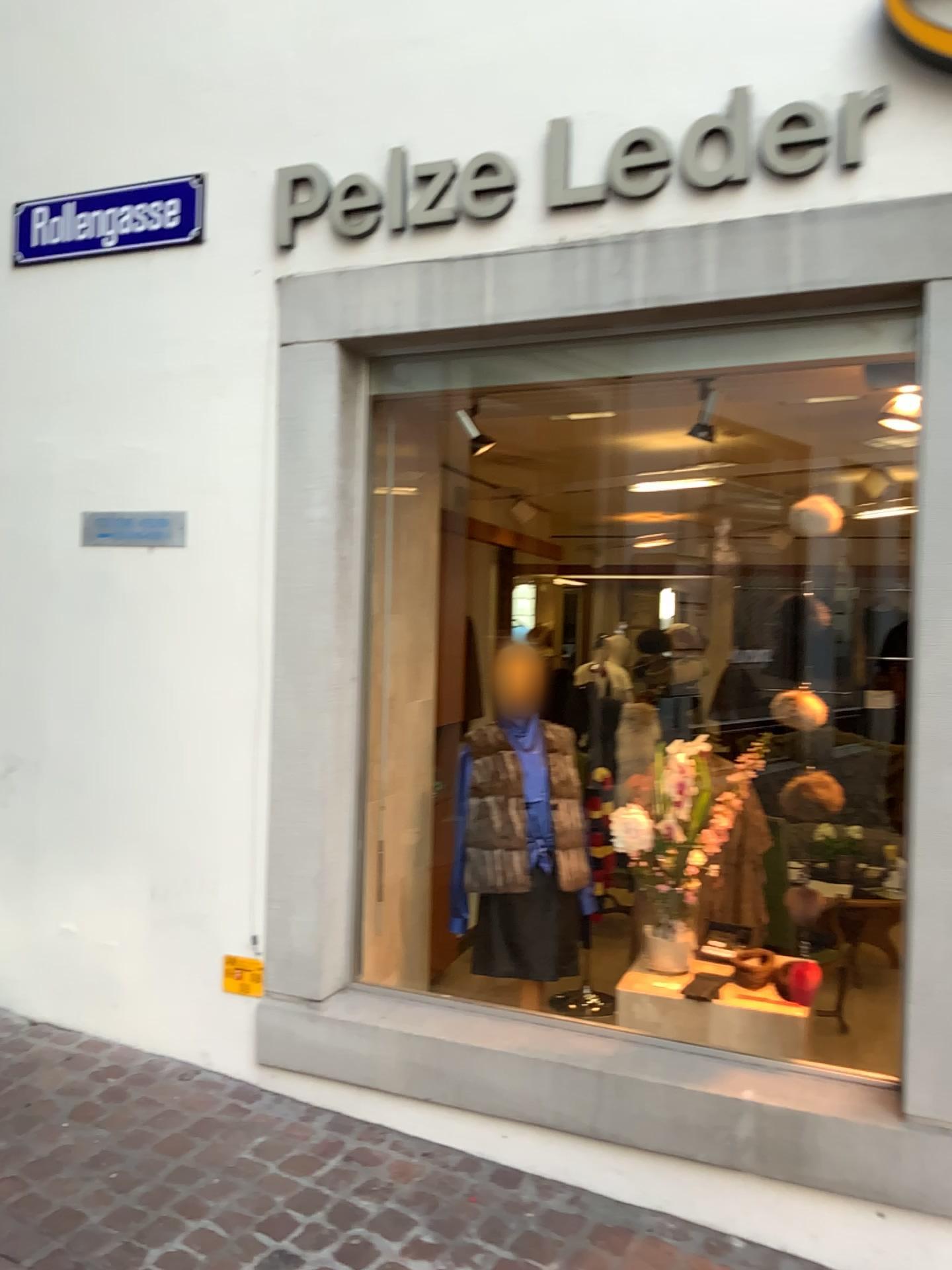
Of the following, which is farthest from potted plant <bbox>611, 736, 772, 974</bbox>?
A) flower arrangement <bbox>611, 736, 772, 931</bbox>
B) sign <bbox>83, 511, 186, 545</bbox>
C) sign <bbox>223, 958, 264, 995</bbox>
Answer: sign <bbox>83, 511, 186, 545</bbox>

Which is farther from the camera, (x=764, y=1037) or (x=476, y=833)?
(x=476, y=833)

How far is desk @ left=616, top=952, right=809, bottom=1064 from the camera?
2.8m

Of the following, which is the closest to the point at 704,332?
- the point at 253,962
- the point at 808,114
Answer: the point at 808,114

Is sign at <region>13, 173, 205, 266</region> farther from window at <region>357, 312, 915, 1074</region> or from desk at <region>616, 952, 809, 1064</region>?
desk at <region>616, 952, 809, 1064</region>

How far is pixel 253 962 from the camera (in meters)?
3.08

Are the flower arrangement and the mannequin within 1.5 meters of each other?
yes

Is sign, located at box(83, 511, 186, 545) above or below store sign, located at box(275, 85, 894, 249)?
below

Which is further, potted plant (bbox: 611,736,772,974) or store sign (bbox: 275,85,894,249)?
potted plant (bbox: 611,736,772,974)

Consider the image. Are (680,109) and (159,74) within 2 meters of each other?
yes
